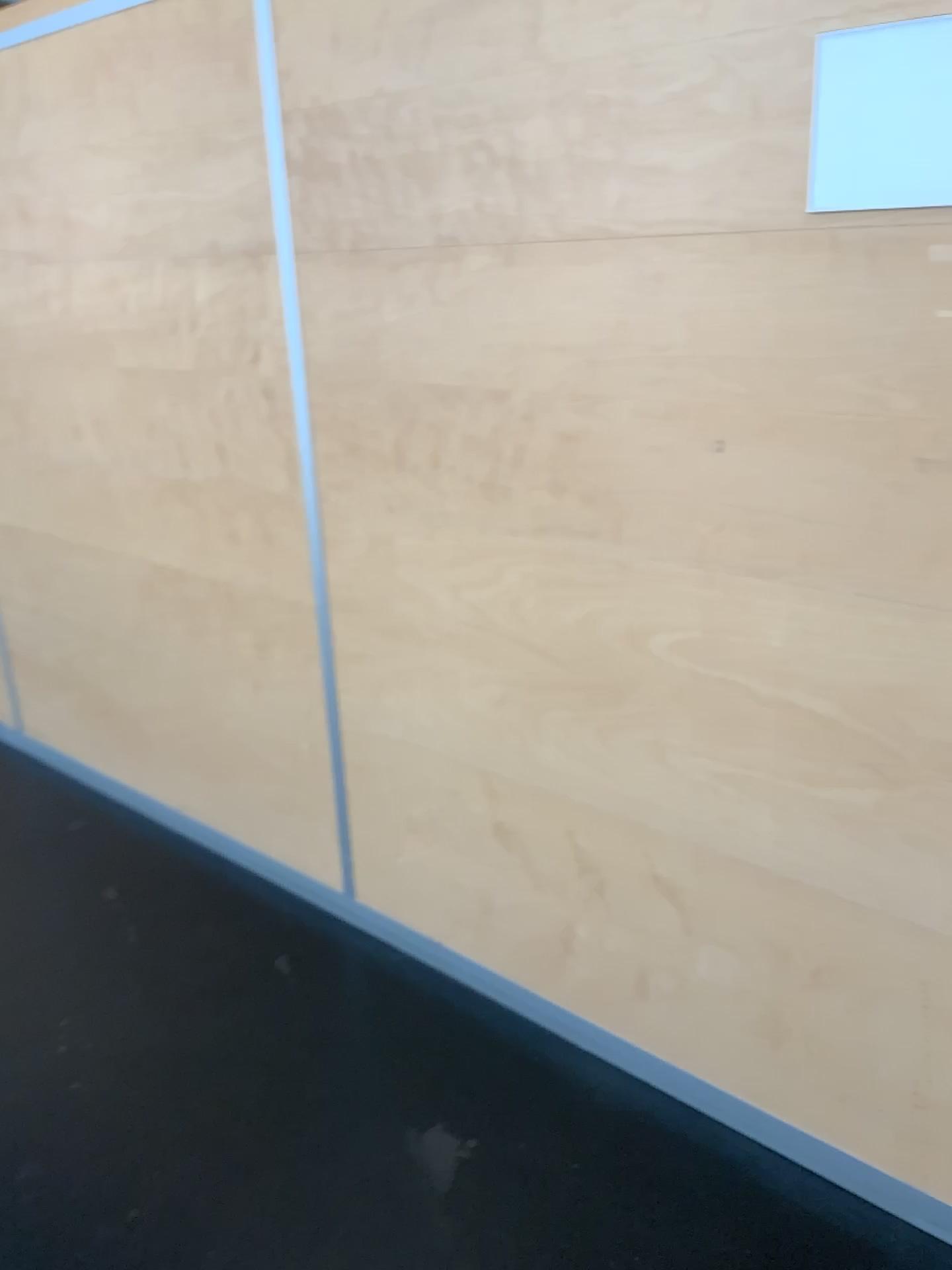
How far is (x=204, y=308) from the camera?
2.22m

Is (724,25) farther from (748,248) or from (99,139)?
(99,139)

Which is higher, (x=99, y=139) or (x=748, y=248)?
(x=99, y=139)

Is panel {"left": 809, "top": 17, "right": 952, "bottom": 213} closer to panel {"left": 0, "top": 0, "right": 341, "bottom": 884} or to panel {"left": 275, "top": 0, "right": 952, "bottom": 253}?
panel {"left": 275, "top": 0, "right": 952, "bottom": 253}

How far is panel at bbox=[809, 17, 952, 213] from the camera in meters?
1.3 m

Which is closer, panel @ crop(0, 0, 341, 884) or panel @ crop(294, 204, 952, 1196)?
panel @ crop(294, 204, 952, 1196)

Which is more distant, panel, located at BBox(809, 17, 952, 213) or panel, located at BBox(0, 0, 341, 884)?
panel, located at BBox(0, 0, 341, 884)

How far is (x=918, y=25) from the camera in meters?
1.3 m

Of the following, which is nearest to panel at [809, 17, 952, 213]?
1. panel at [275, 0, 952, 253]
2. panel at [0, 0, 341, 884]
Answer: panel at [275, 0, 952, 253]

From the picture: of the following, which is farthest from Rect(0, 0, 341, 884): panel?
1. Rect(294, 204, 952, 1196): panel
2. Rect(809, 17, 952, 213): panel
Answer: Rect(809, 17, 952, 213): panel
